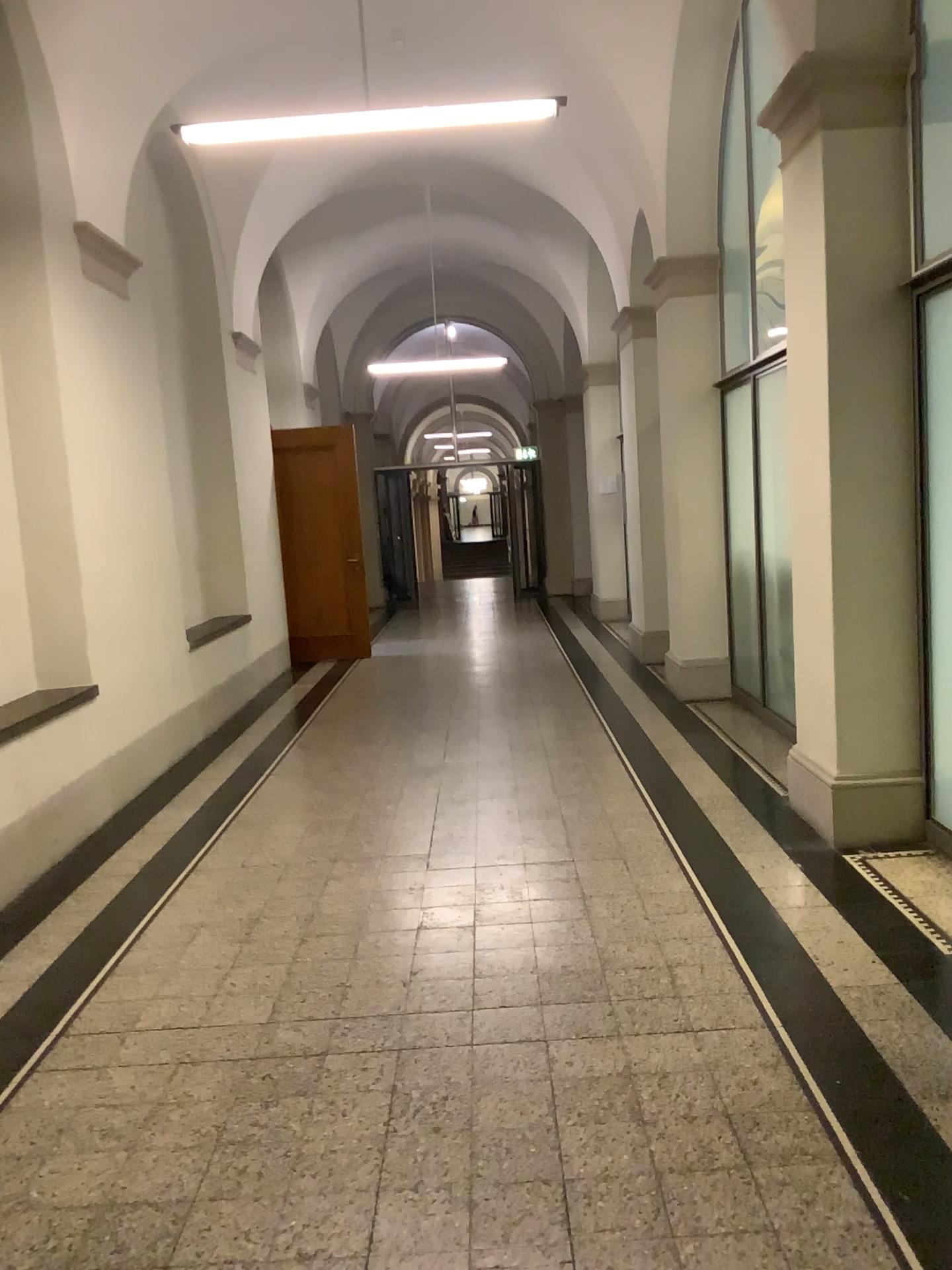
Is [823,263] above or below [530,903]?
above

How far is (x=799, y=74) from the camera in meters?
4.0 m

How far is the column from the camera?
4.0 meters
